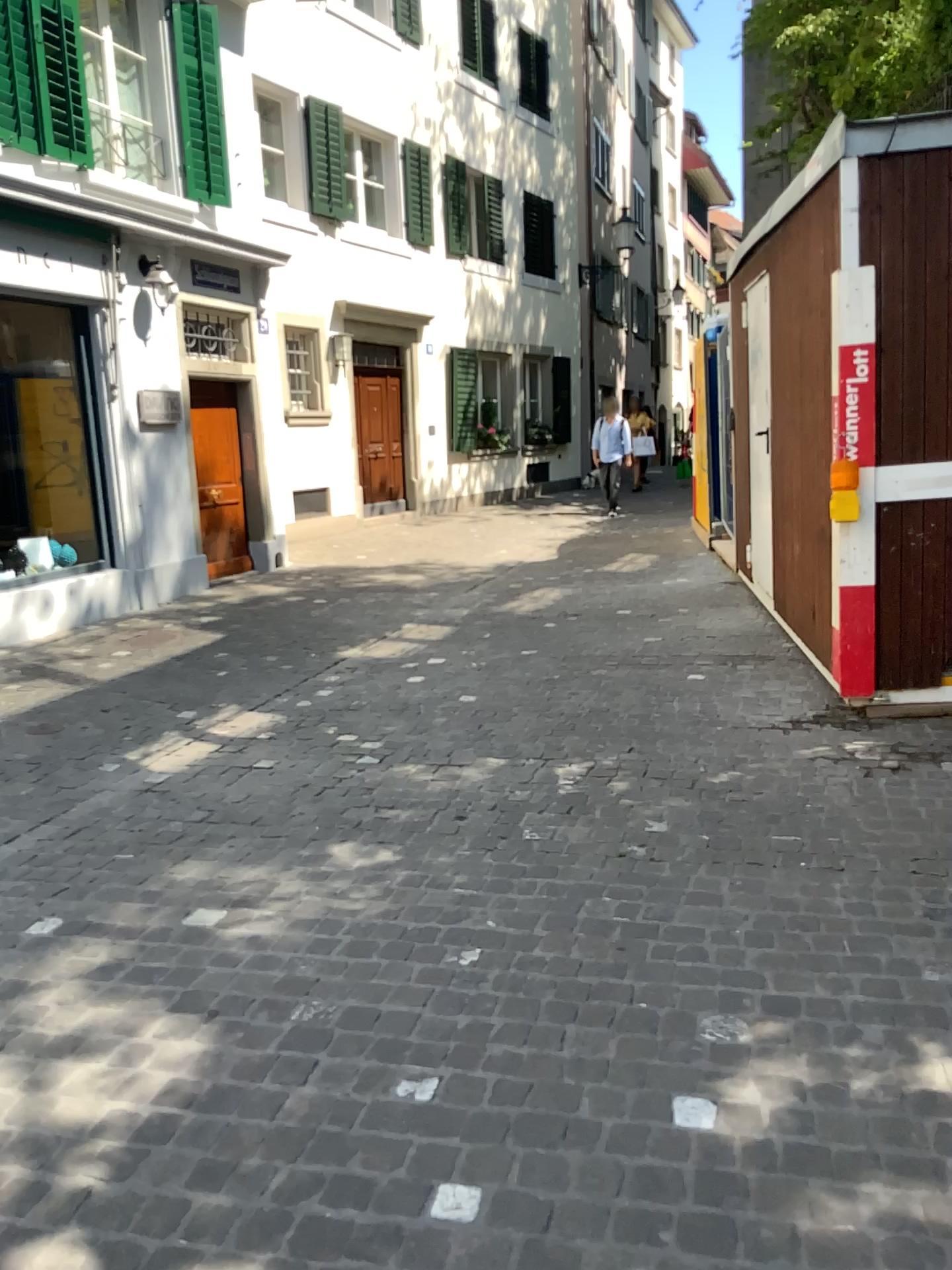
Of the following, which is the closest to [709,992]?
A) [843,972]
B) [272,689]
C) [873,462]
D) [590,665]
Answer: [843,972]
